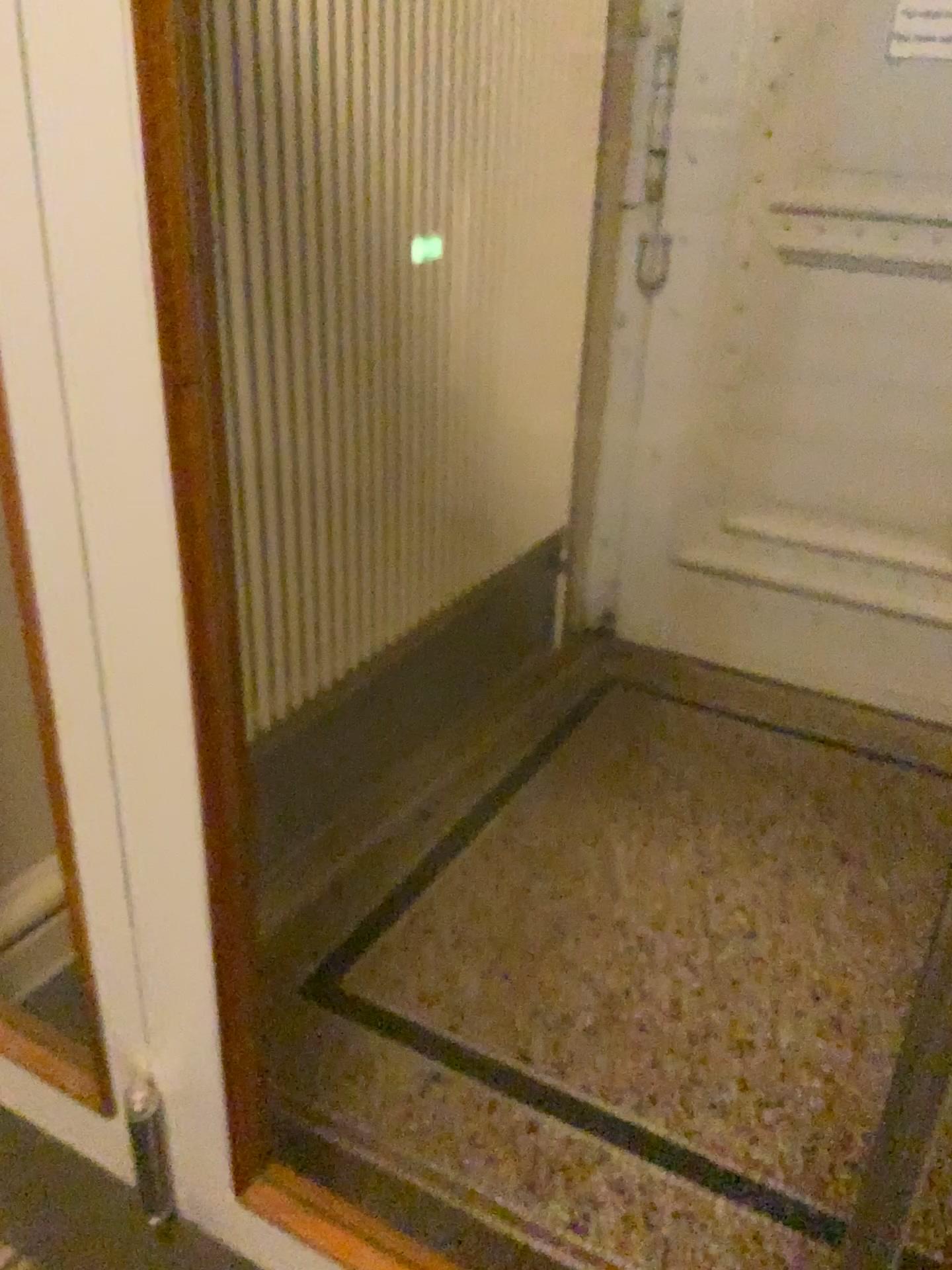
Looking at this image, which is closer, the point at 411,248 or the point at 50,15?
the point at 50,15

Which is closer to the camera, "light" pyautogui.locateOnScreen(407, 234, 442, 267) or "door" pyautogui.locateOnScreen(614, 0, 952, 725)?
"light" pyautogui.locateOnScreen(407, 234, 442, 267)

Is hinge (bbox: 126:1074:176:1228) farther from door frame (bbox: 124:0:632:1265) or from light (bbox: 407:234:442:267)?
light (bbox: 407:234:442:267)

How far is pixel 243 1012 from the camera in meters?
1.0 m

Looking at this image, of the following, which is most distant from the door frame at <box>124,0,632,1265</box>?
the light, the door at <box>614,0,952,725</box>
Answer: → the door at <box>614,0,952,725</box>

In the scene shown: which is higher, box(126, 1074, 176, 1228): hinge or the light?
the light

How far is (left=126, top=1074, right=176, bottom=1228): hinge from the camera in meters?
1.1 m

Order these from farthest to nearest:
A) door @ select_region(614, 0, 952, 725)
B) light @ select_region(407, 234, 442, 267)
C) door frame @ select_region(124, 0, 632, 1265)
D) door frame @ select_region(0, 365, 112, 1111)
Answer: door @ select_region(614, 0, 952, 725) < light @ select_region(407, 234, 442, 267) < door frame @ select_region(0, 365, 112, 1111) < door frame @ select_region(124, 0, 632, 1265)

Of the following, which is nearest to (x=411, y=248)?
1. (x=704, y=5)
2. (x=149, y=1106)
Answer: (x=704, y=5)

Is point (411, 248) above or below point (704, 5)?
below
